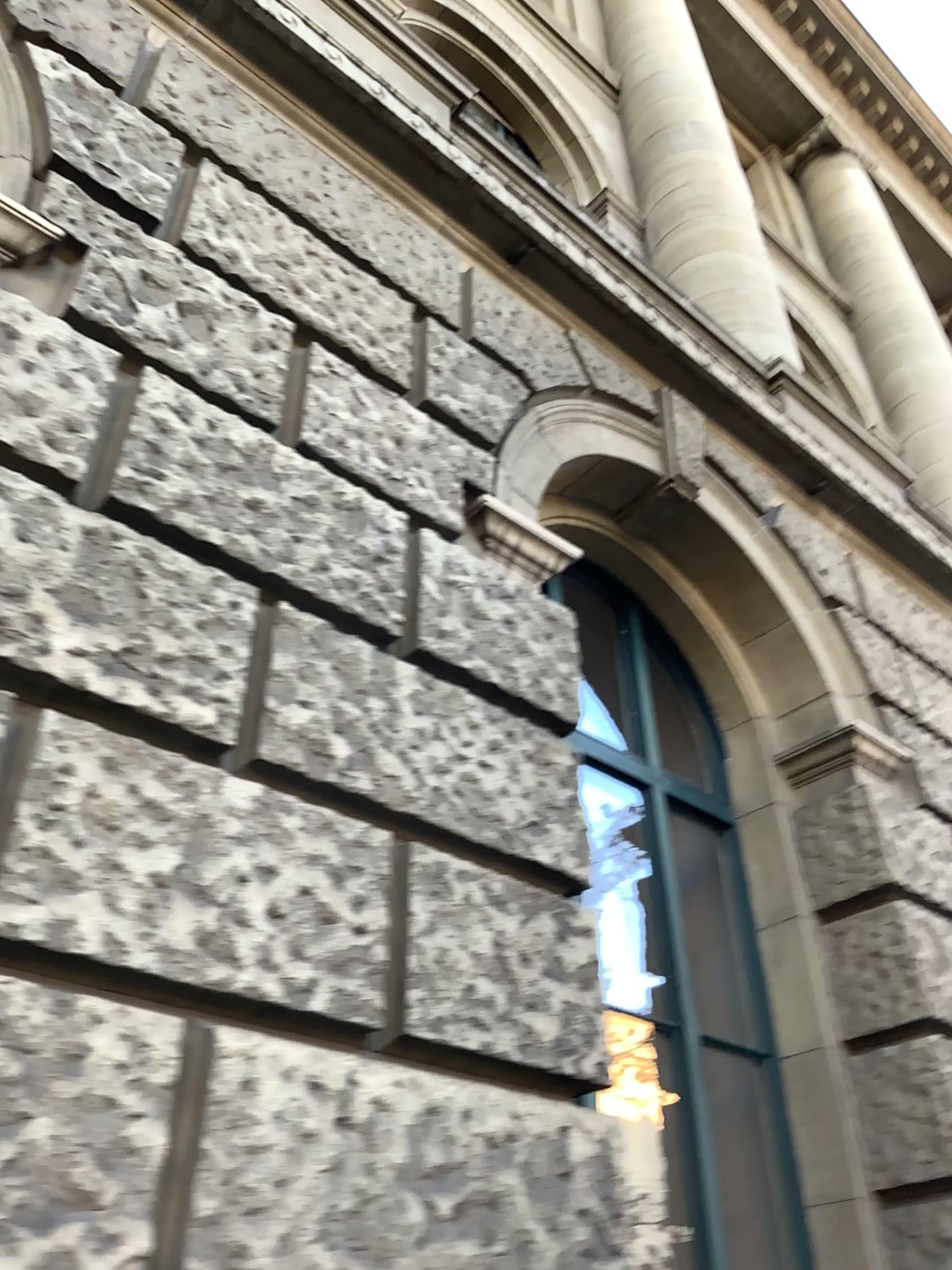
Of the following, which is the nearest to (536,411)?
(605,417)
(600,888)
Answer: (605,417)

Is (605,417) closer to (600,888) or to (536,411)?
(536,411)

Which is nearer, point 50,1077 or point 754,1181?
point 50,1077

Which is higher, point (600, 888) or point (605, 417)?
point (605, 417)
